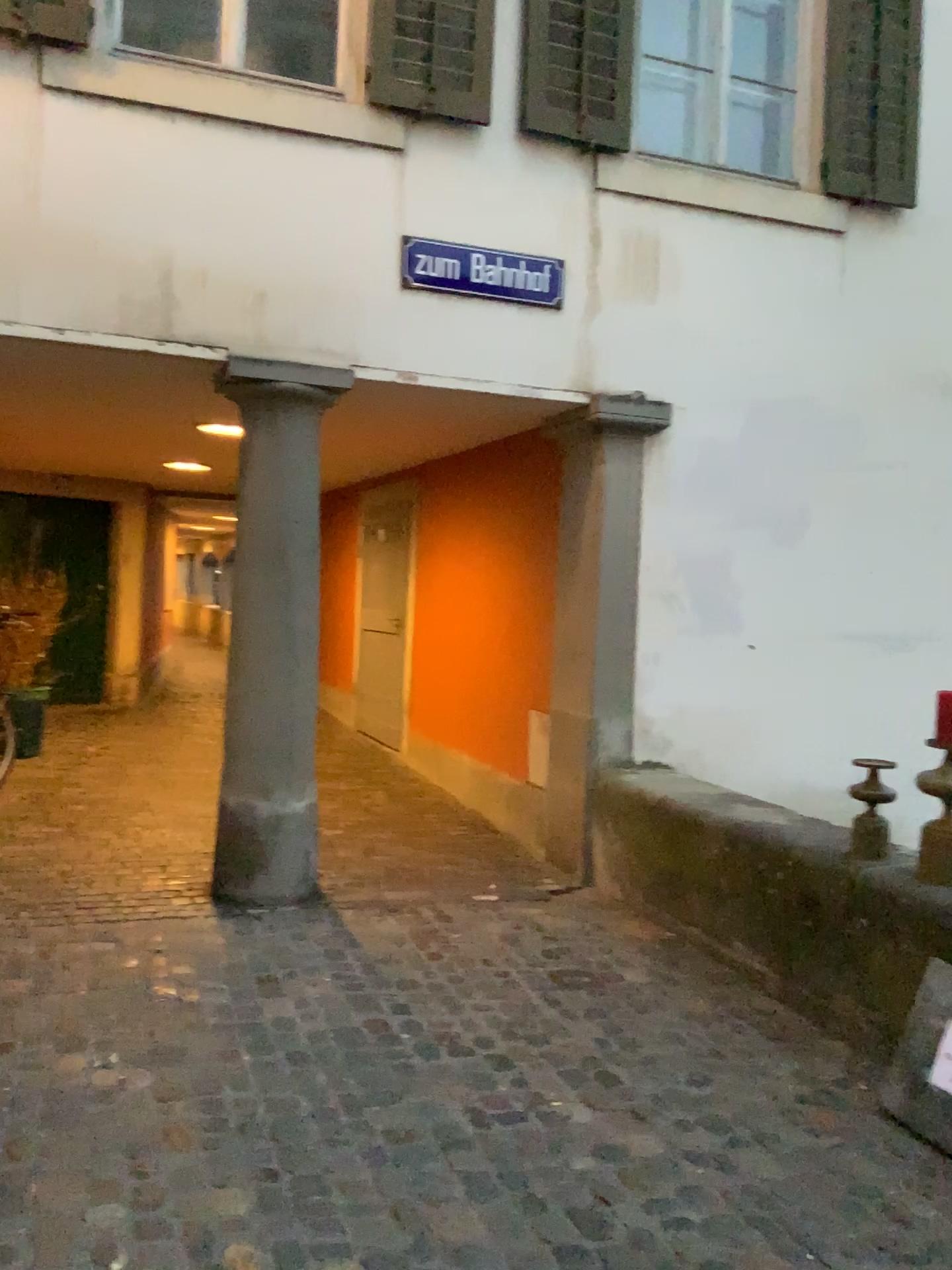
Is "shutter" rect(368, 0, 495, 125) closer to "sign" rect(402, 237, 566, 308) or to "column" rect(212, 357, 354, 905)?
"sign" rect(402, 237, 566, 308)

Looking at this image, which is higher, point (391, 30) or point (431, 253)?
point (391, 30)

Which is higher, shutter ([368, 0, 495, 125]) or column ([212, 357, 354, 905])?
shutter ([368, 0, 495, 125])

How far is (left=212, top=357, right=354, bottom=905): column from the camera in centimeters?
434cm

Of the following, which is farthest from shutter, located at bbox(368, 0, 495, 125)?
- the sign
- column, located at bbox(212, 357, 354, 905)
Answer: column, located at bbox(212, 357, 354, 905)

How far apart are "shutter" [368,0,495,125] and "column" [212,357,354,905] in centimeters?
116cm

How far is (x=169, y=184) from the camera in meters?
4.1 m

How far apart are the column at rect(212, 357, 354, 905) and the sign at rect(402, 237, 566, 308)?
0.5 meters

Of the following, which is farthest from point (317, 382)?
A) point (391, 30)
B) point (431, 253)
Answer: point (391, 30)

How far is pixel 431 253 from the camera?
4.5 meters
